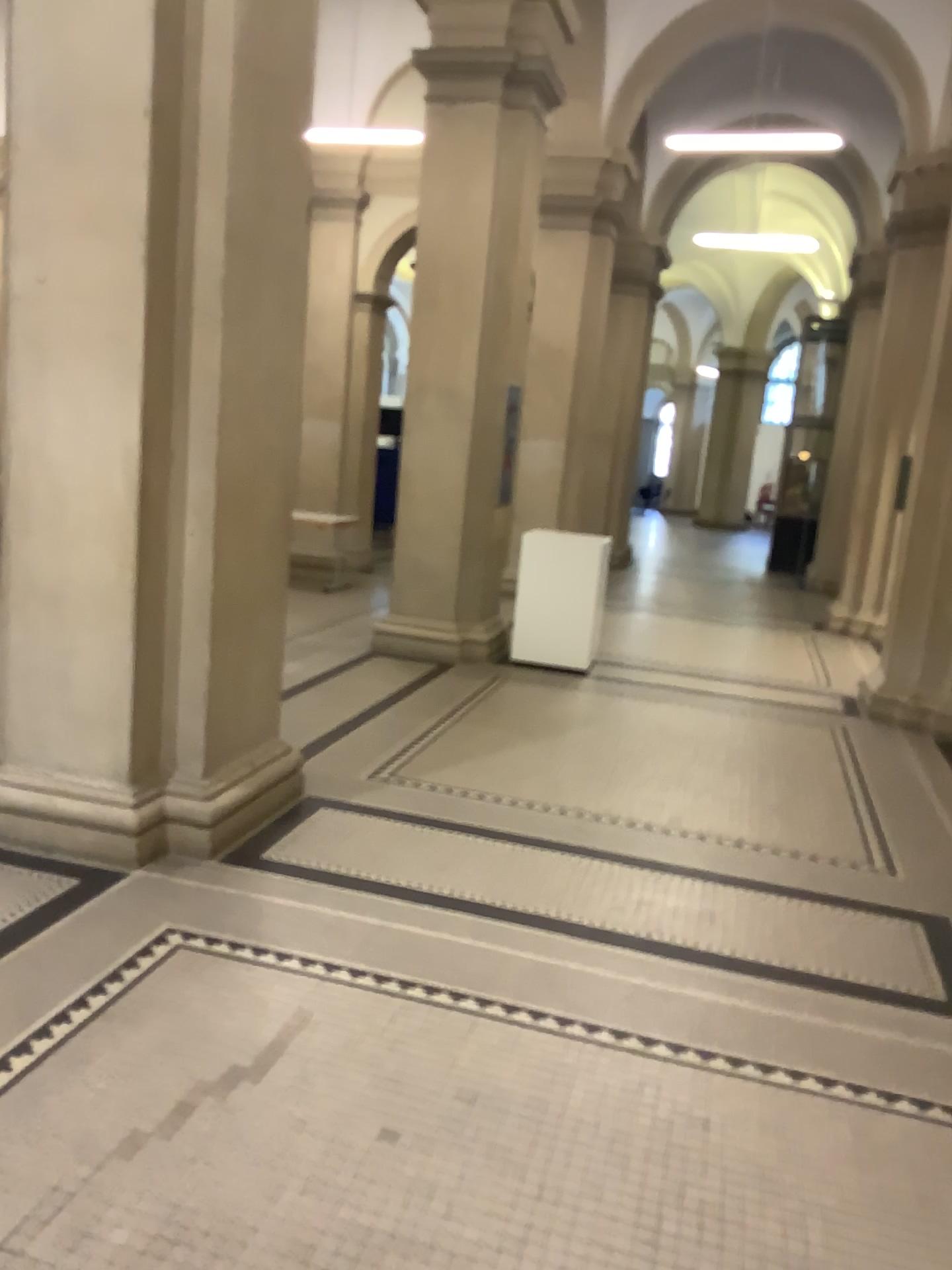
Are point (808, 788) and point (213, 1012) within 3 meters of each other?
no
